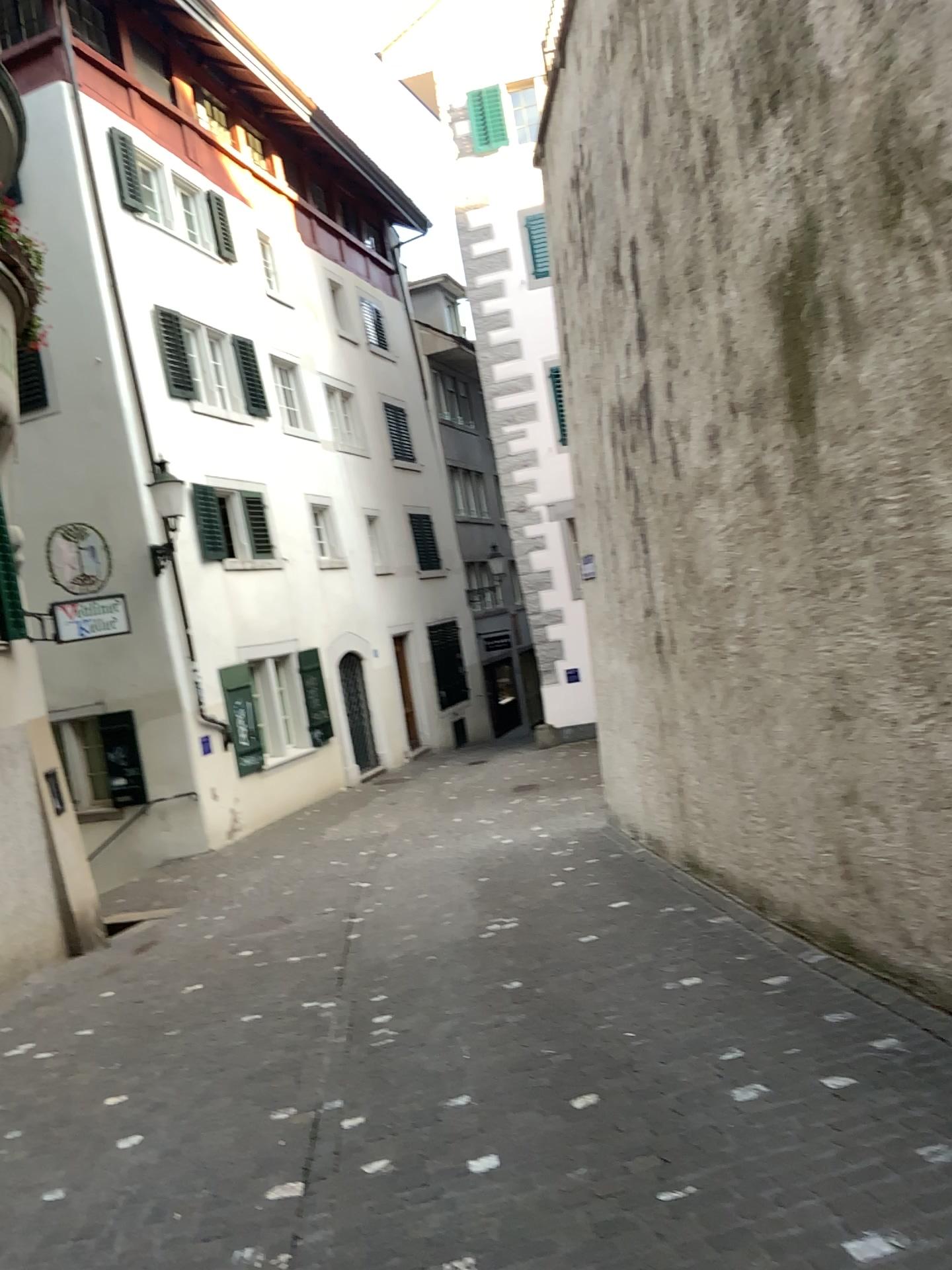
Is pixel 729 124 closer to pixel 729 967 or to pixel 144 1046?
pixel 729 967
